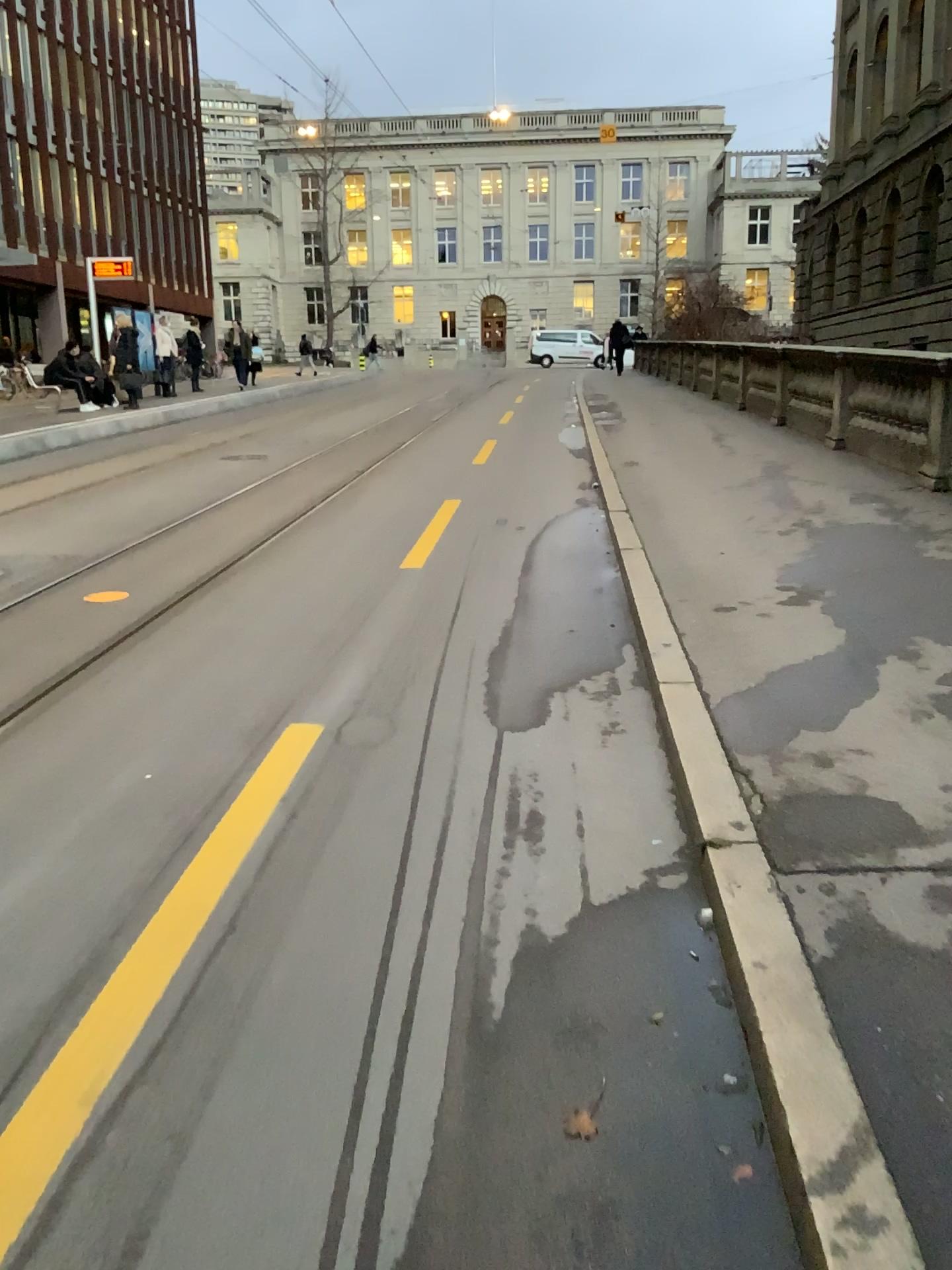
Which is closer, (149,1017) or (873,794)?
(149,1017)
